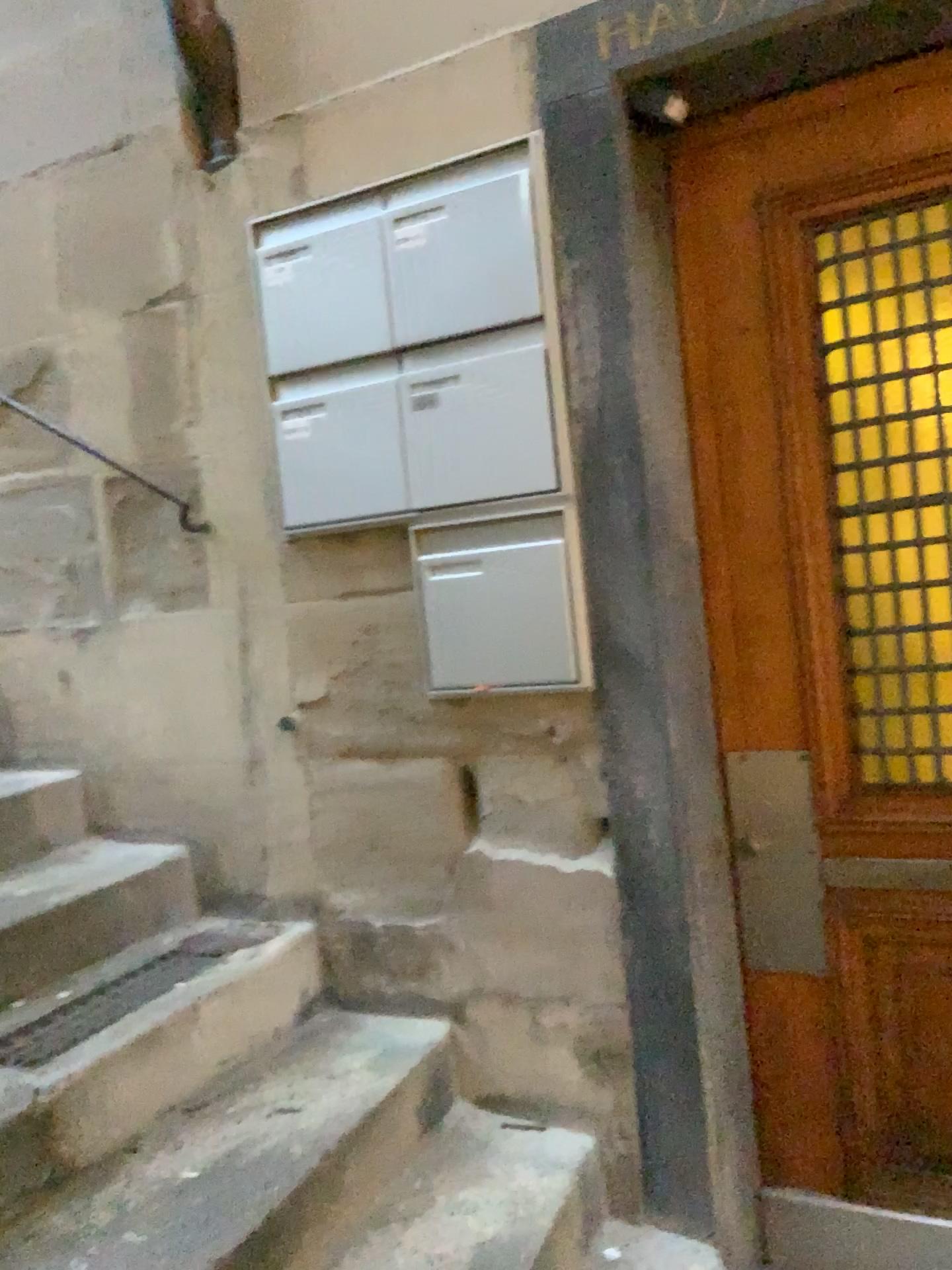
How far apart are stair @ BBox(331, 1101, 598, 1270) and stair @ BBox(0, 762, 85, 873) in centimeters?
102cm

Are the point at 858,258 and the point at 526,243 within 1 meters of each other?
yes

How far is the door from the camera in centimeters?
180cm

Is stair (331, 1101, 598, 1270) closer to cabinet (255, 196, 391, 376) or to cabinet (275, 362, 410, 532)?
cabinet (275, 362, 410, 532)

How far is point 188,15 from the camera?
2.1m

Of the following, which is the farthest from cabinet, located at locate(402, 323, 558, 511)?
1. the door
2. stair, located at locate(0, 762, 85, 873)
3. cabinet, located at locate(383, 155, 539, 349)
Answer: stair, located at locate(0, 762, 85, 873)

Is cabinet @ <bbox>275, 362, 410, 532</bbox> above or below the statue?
below

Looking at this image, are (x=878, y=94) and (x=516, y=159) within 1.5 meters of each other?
yes

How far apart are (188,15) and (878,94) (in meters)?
1.32

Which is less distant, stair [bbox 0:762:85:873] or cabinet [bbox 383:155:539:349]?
cabinet [bbox 383:155:539:349]
